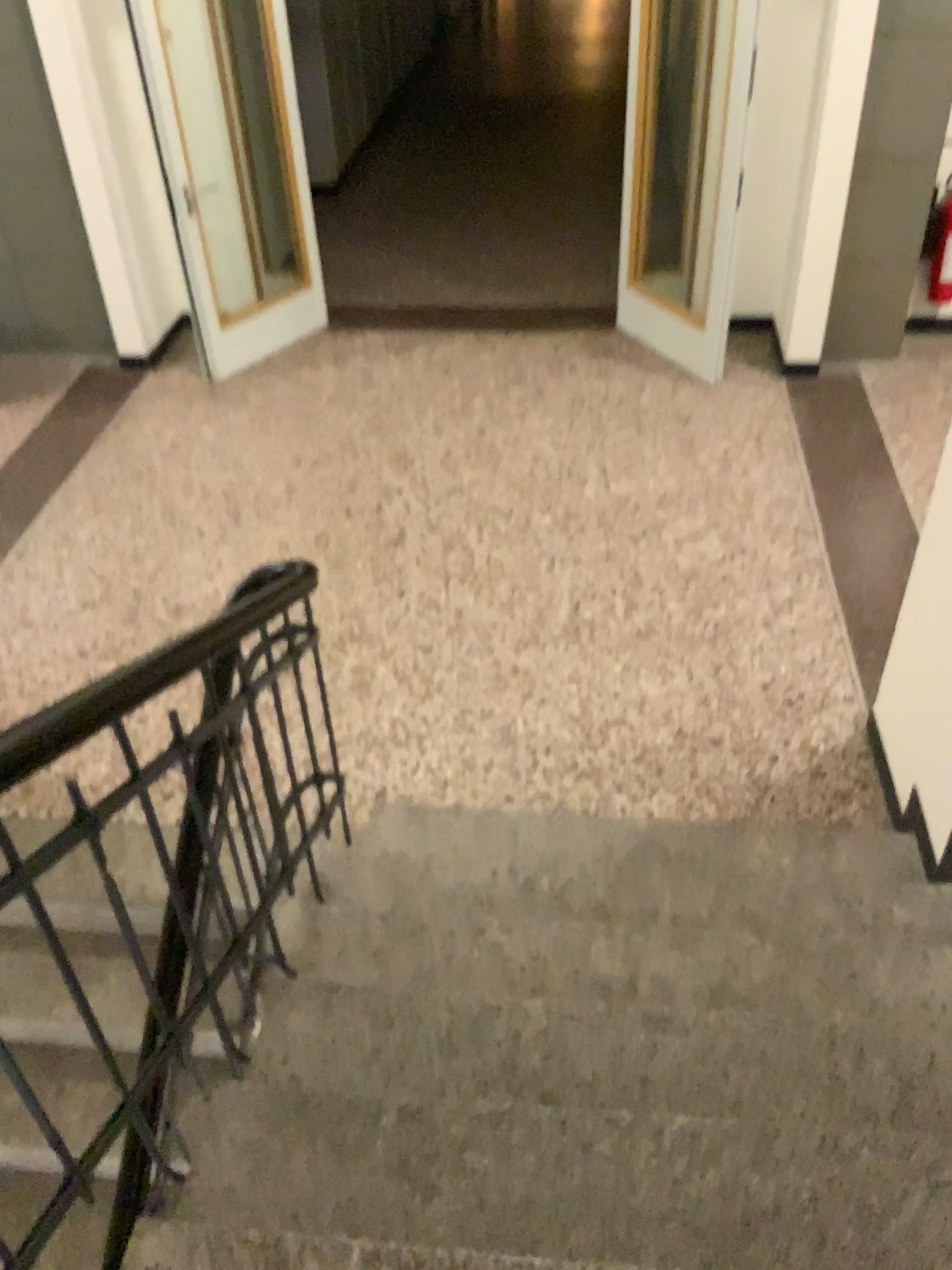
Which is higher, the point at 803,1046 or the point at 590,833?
the point at 803,1046
